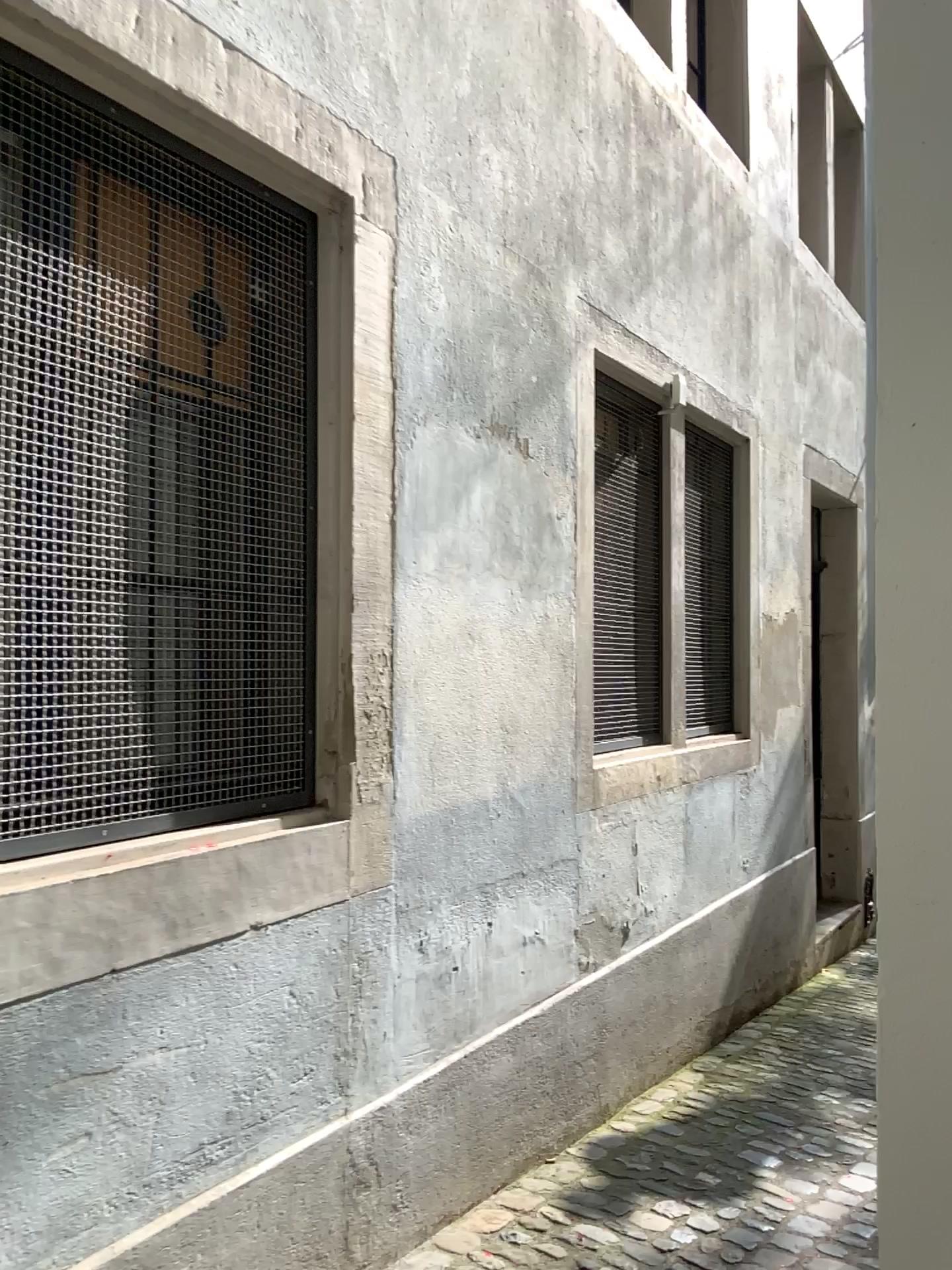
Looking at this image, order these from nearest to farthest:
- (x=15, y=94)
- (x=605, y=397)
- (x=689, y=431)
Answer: (x=15, y=94), (x=605, y=397), (x=689, y=431)

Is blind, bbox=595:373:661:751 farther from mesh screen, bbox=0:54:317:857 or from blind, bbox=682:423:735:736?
mesh screen, bbox=0:54:317:857

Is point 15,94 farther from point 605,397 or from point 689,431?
point 689,431

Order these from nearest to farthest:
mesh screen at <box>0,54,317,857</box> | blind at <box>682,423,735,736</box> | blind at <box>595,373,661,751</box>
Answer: mesh screen at <box>0,54,317,857</box>, blind at <box>595,373,661,751</box>, blind at <box>682,423,735,736</box>

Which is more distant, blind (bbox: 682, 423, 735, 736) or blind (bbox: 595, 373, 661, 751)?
blind (bbox: 682, 423, 735, 736)

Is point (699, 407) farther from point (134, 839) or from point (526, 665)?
point (134, 839)

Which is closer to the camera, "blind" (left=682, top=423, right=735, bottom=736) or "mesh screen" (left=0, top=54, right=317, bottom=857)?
"mesh screen" (left=0, top=54, right=317, bottom=857)

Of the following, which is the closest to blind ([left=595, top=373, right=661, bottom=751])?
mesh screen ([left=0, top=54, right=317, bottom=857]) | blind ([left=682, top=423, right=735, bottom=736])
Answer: blind ([left=682, top=423, right=735, bottom=736])

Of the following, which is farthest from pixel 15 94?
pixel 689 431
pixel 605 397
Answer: pixel 689 431
